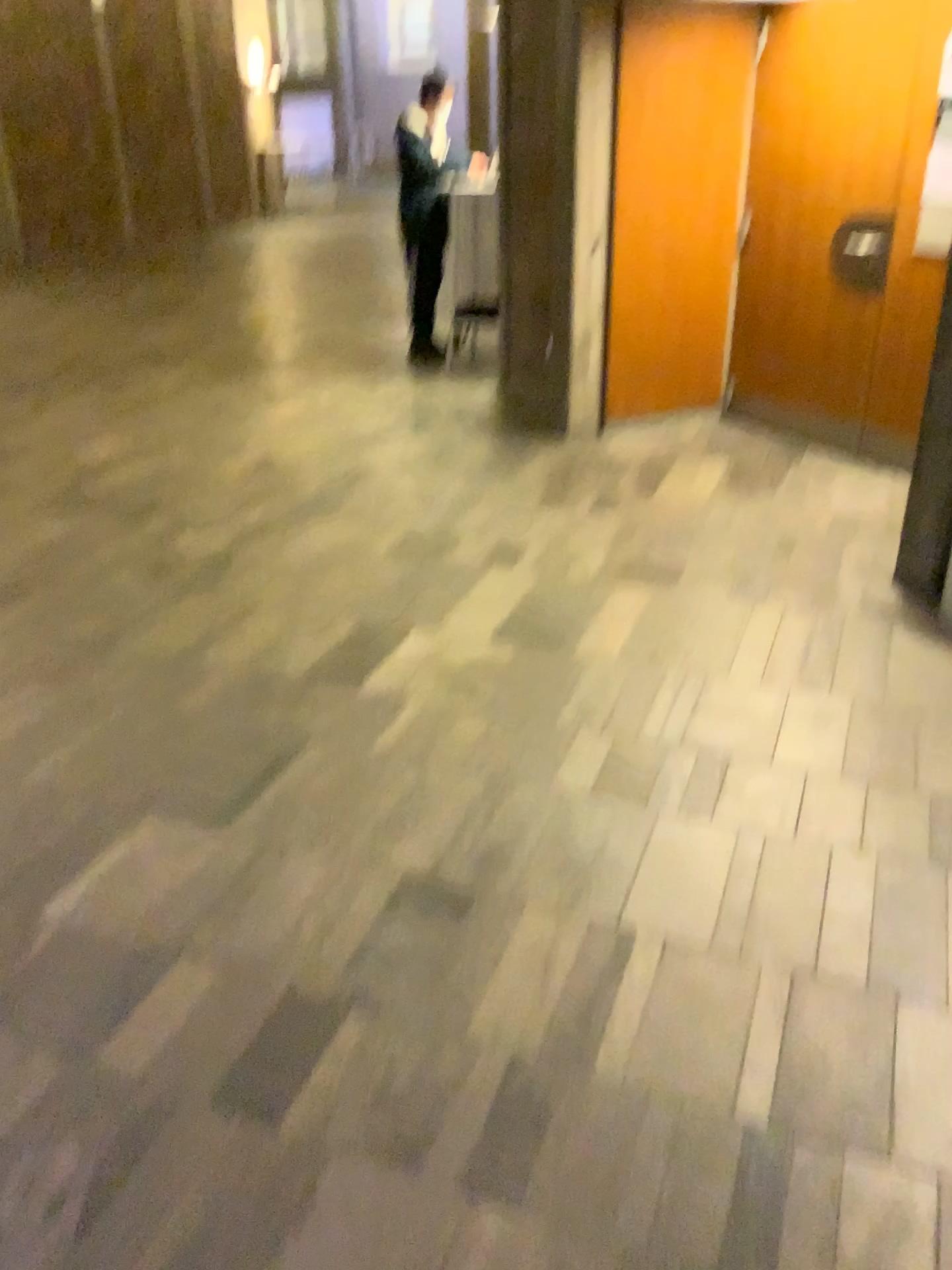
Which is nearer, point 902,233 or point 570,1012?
point 570,1012
